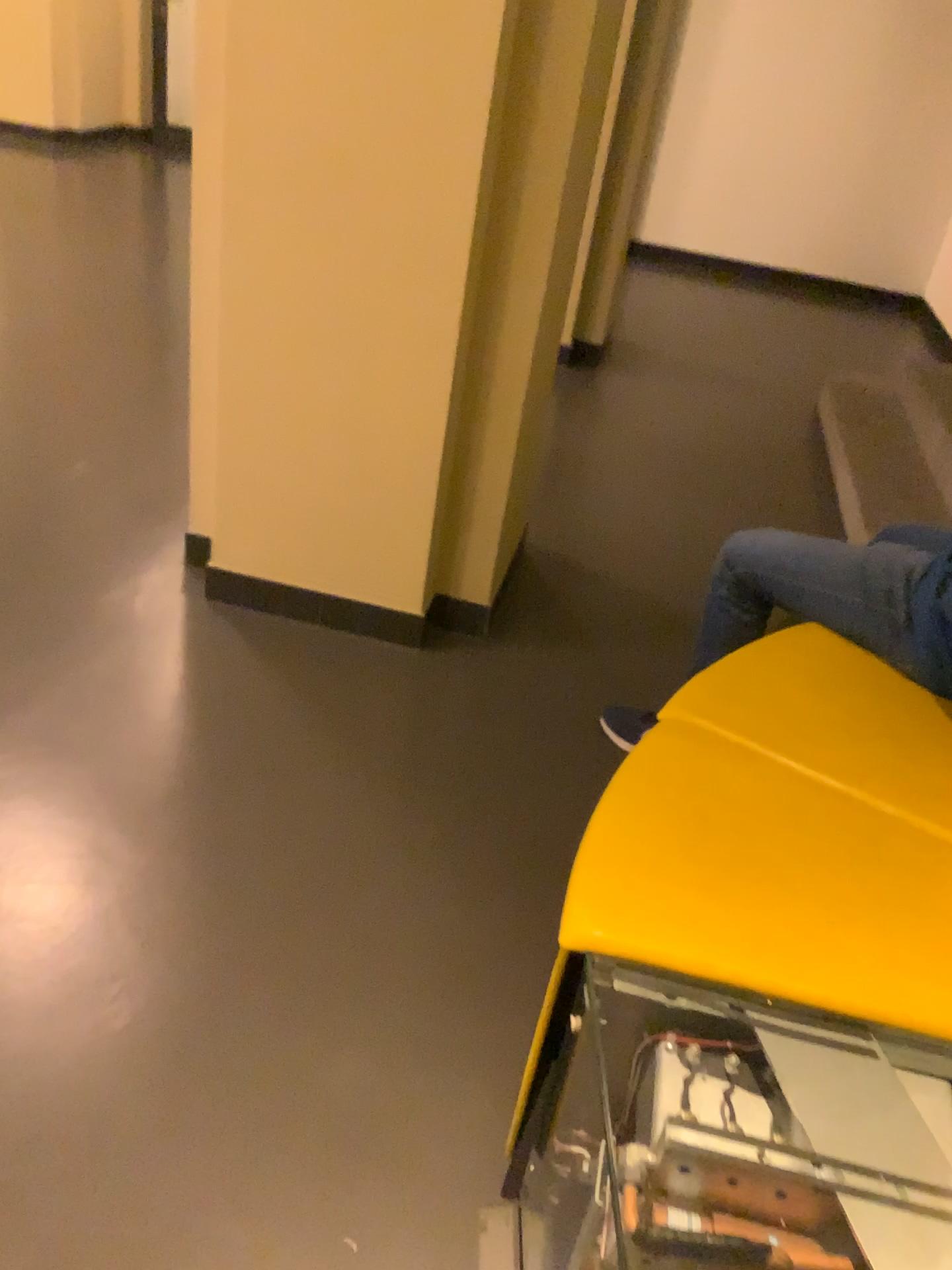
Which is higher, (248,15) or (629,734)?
(248,15)

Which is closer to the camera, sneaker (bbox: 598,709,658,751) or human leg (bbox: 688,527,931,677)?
human leg (bbox: 688,527,931,677)

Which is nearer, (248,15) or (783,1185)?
(783,1185)

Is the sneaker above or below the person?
below

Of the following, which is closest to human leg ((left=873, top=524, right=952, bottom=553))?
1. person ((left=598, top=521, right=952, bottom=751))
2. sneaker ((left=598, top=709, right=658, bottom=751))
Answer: person ((left=598, top=521, right=952, bottom=751))

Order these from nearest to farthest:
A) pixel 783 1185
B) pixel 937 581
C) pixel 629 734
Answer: pixel 783 1185, pixel 937 581, pixel 629 734

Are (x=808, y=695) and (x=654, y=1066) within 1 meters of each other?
yes

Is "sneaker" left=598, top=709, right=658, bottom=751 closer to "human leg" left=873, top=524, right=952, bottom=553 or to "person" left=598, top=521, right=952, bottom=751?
"person" left=598, top=521, right=952, bottom=751

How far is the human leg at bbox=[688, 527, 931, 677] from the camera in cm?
179

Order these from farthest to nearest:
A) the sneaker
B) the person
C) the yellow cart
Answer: the sneaker → the person → the yellow cart
